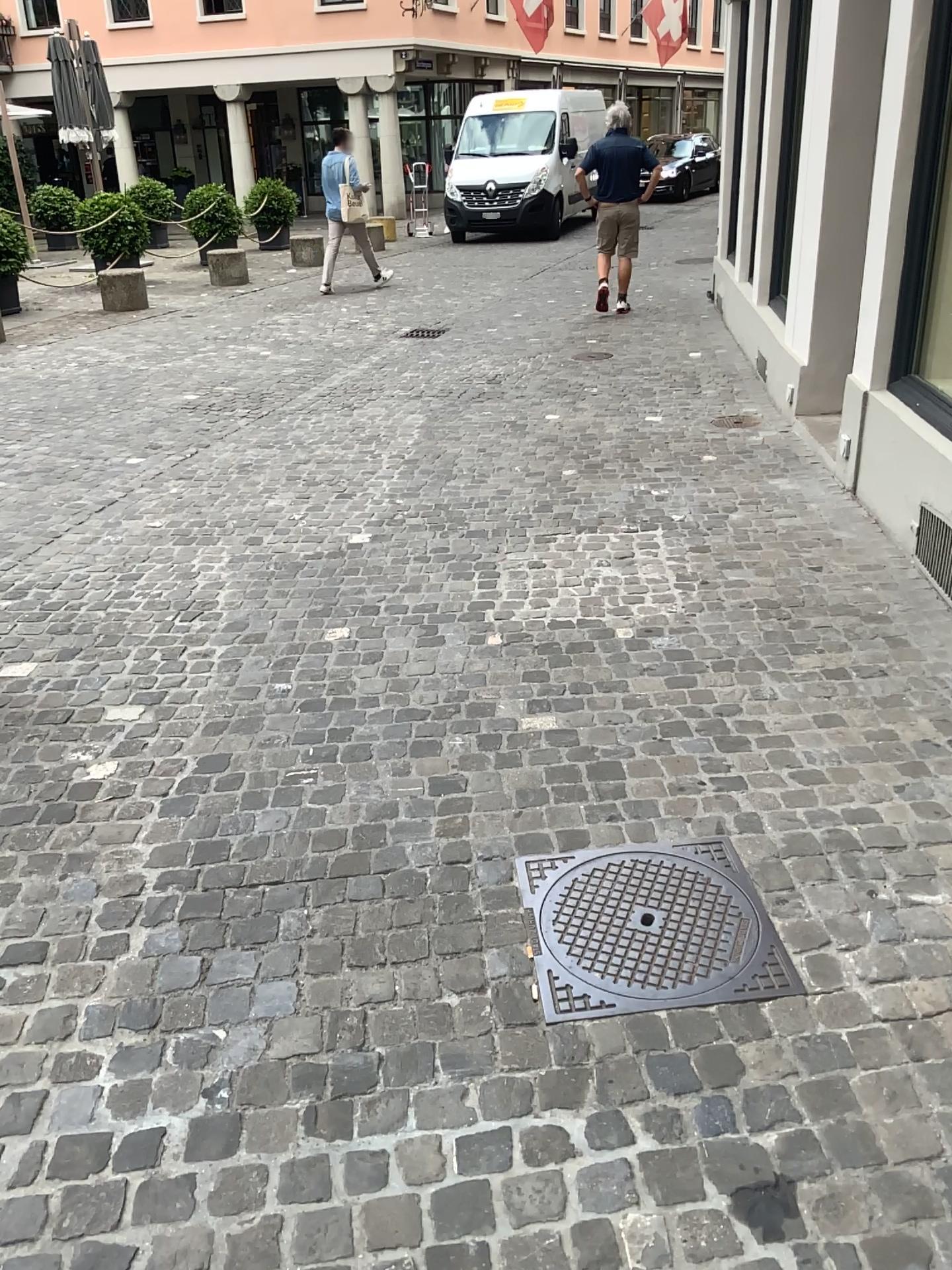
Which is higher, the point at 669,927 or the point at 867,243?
the point at 867,243
